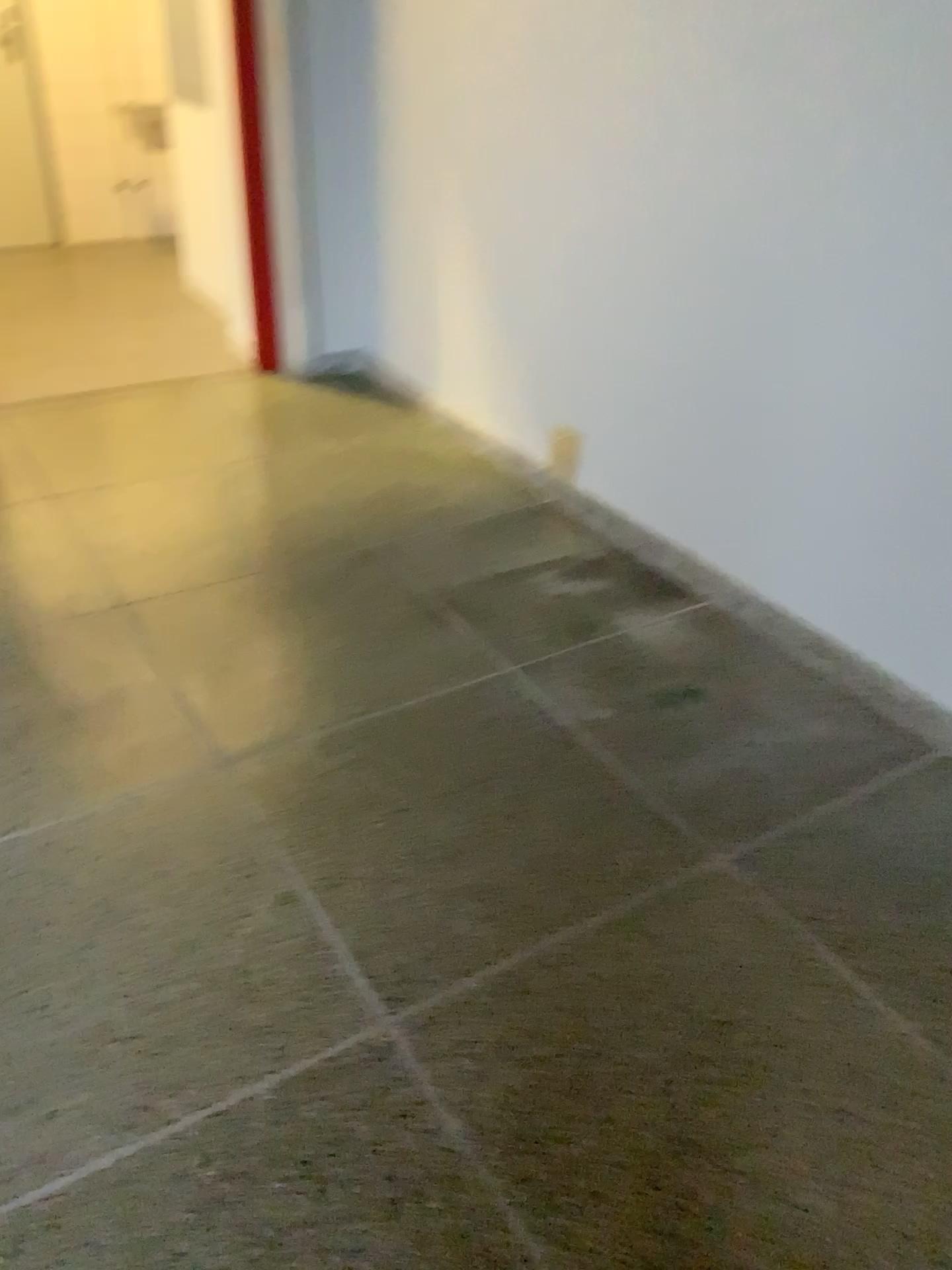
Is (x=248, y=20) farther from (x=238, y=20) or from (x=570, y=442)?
(x=570, y=442)

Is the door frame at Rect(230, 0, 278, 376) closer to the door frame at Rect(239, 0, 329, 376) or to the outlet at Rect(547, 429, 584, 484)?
the door frame at Rect(239, 0, 329, 376)

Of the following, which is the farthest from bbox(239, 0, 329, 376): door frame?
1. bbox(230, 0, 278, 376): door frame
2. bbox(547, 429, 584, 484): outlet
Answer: bbox(547, 429, 584, 484): outlet

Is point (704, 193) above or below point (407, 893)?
above

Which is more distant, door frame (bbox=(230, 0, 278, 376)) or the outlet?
door frame (bbox=(230, 0, 278, 376))

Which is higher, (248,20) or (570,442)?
(248,20)

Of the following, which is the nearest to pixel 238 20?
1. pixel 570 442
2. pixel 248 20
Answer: pixel 248 20

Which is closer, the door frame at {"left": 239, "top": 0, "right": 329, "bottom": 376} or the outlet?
the outlet
